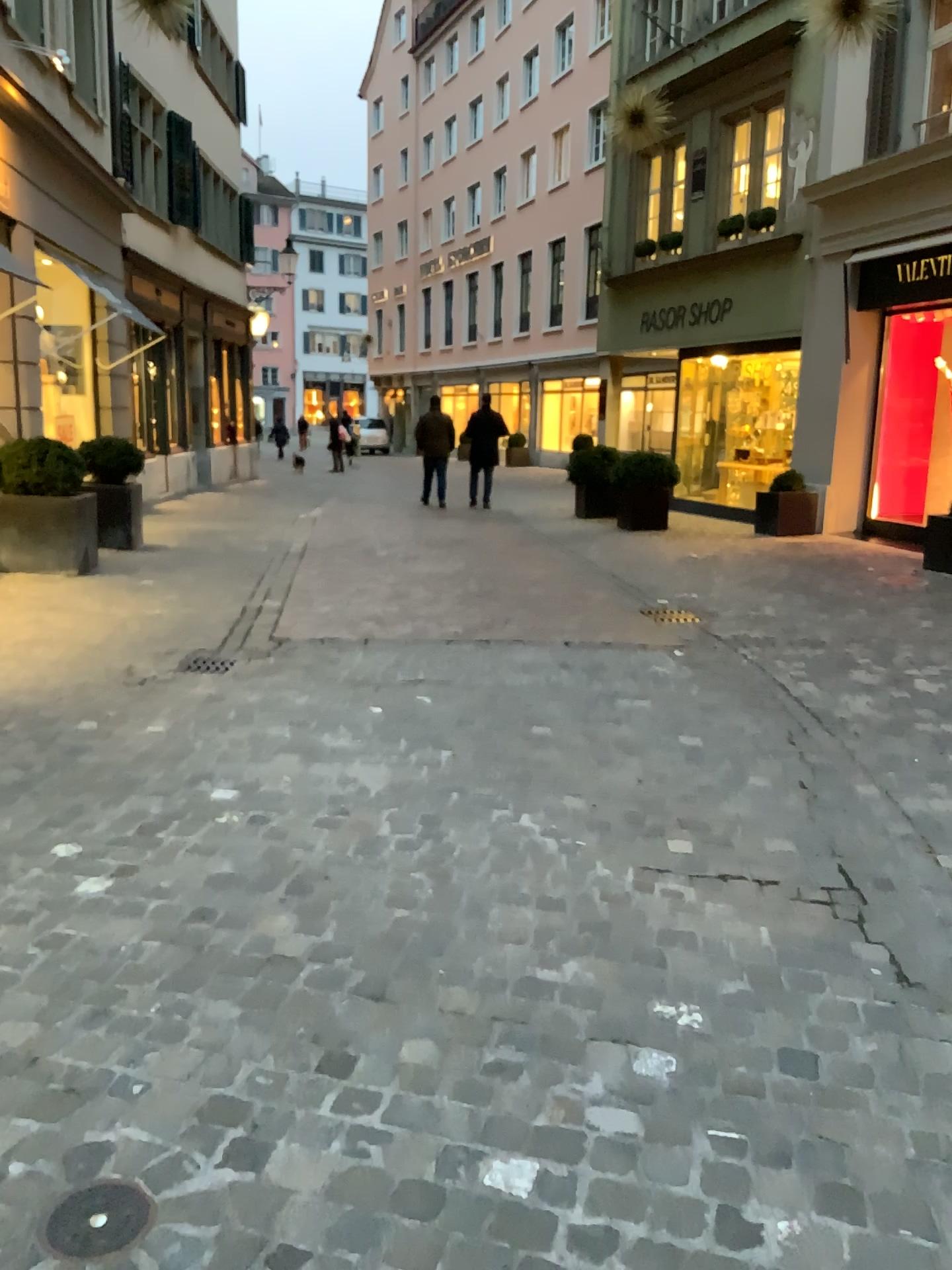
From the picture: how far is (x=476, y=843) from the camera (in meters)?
3.26

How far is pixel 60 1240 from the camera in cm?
167

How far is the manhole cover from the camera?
1.67m
